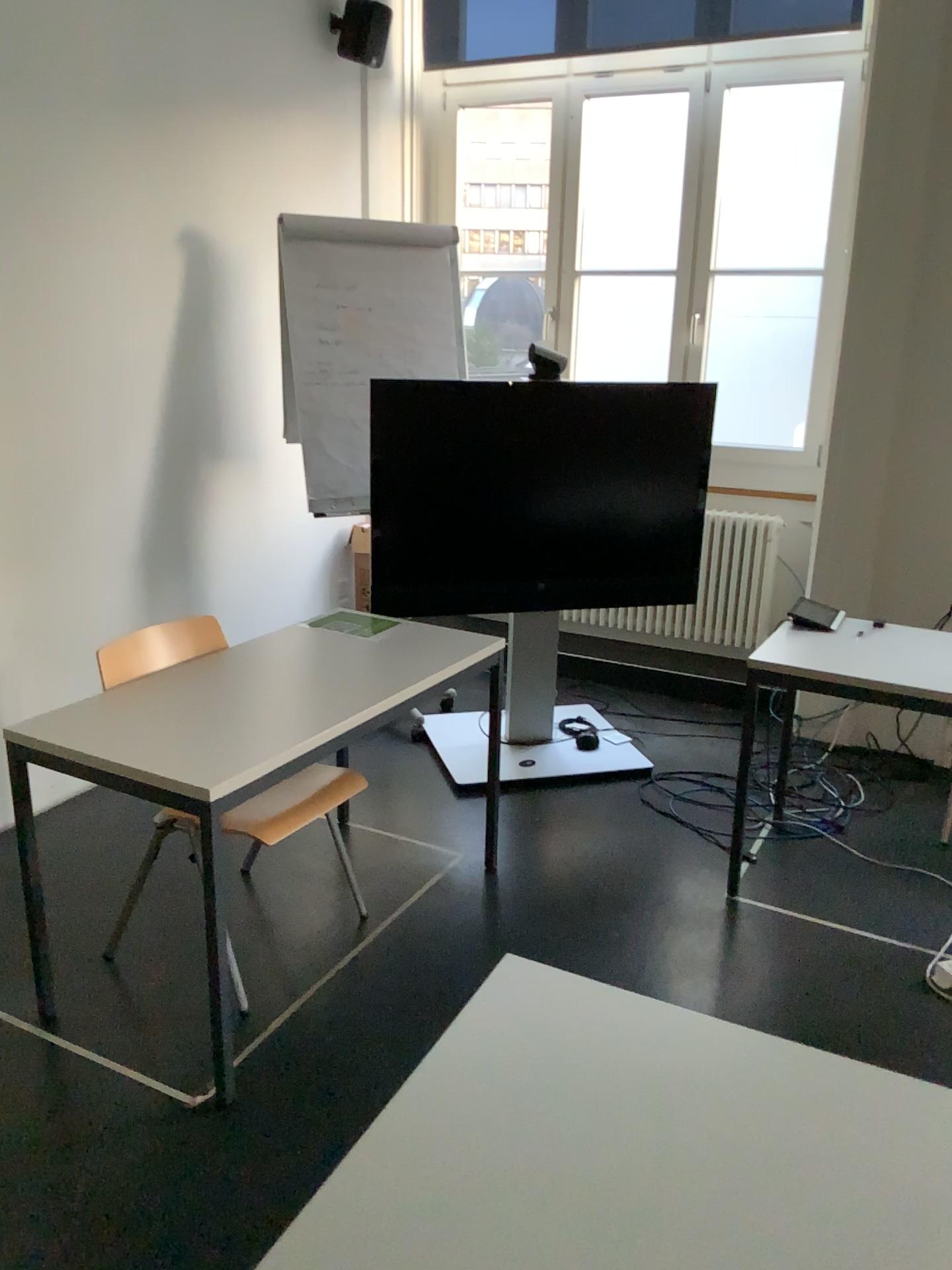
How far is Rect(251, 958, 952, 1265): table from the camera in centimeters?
105cm

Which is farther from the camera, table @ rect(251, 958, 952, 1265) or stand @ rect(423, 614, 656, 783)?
stand @ rect(423, 614, 656, 783)

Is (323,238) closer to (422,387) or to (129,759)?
(422,387)

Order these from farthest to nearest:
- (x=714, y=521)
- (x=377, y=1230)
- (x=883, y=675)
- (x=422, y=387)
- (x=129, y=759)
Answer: (x=714, y=521) < (x=422, y=387) < (x=883, y=675) < (x=129, y=759) < (x=377, y=1230)

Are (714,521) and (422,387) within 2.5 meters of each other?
yes

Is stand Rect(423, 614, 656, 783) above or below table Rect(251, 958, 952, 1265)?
below

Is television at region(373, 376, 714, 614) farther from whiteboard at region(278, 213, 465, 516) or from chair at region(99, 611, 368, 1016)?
chair at region(99, 611, 368, 1016)

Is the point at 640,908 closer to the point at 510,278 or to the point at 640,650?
the point at 640,650

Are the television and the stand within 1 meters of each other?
yes

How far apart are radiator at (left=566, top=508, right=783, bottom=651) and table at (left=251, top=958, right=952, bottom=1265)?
3.5 meters
